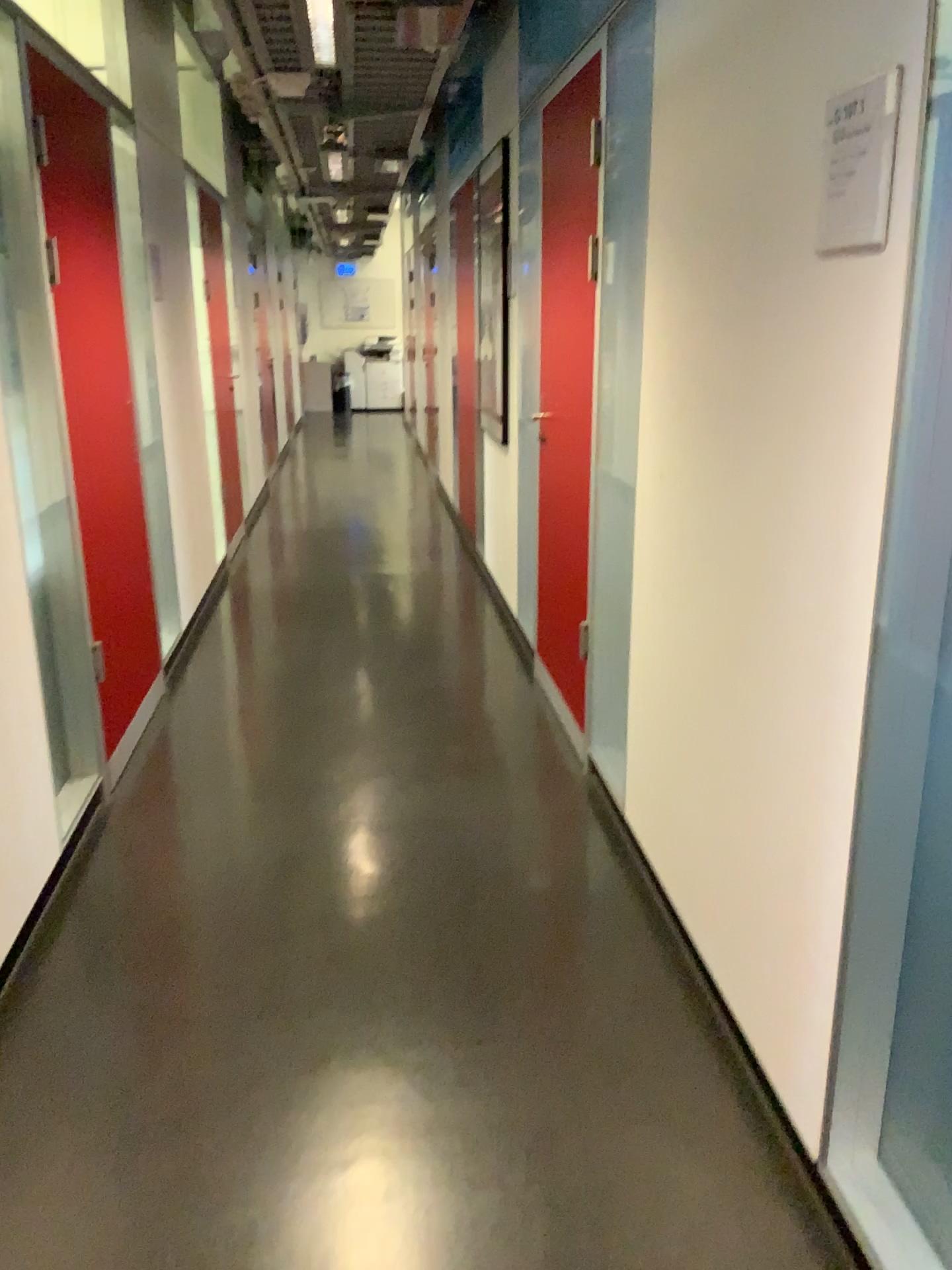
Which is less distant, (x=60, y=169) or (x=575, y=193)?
(x=60, y=169)

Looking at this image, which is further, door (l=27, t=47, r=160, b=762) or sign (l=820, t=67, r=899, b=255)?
door (l=27, t=47, r=160, b=762)

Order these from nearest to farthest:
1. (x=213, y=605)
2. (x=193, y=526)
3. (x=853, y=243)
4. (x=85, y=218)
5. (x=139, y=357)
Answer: (x=853, y=243), (x=85, y=218), (x=139, y=357), (x=193, y=526), (x=213, y=605)

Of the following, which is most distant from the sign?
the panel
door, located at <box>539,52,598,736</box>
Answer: door, located at <box>539,52,598,736</box>

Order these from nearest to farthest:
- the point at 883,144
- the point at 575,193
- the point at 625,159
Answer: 1. the point at 883,144
2. the point at 625,159
3. the point at 575,193

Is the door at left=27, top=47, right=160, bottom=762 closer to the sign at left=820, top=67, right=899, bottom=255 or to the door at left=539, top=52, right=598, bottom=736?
the door at left=539, top=52, right=598, bottom=736

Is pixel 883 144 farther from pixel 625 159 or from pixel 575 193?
pixel 575 193

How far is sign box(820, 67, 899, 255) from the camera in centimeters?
138cm

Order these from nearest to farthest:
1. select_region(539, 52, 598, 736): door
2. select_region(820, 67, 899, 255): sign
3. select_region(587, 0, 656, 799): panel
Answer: Result: 1. select_region(820, 67, 899, 255): sign
2. select_region(587, 0, 656, 799): panel
3. select_region(539, 52, 598, 736): door

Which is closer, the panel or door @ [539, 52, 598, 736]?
the panel
